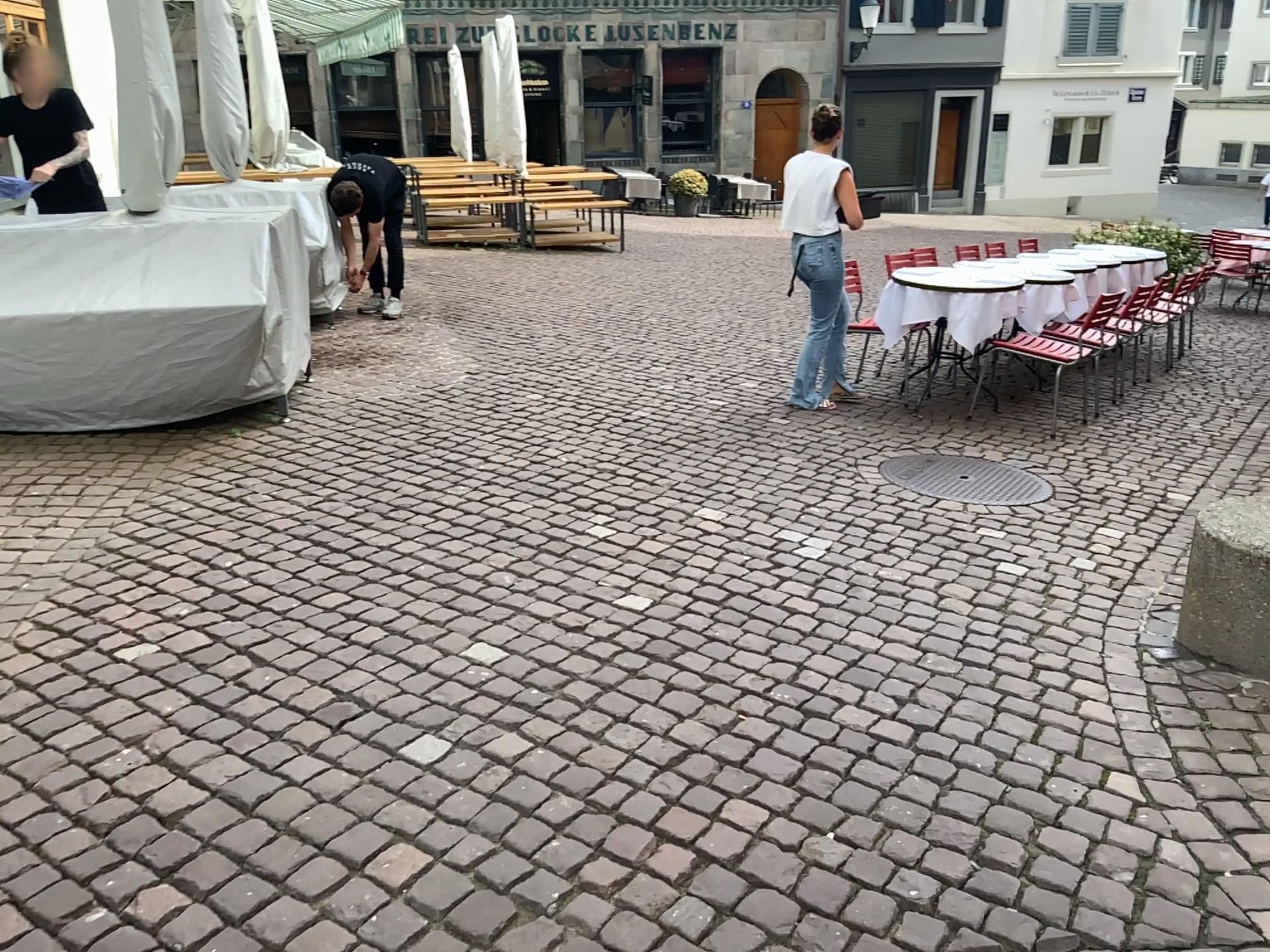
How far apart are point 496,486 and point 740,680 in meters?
1.8
